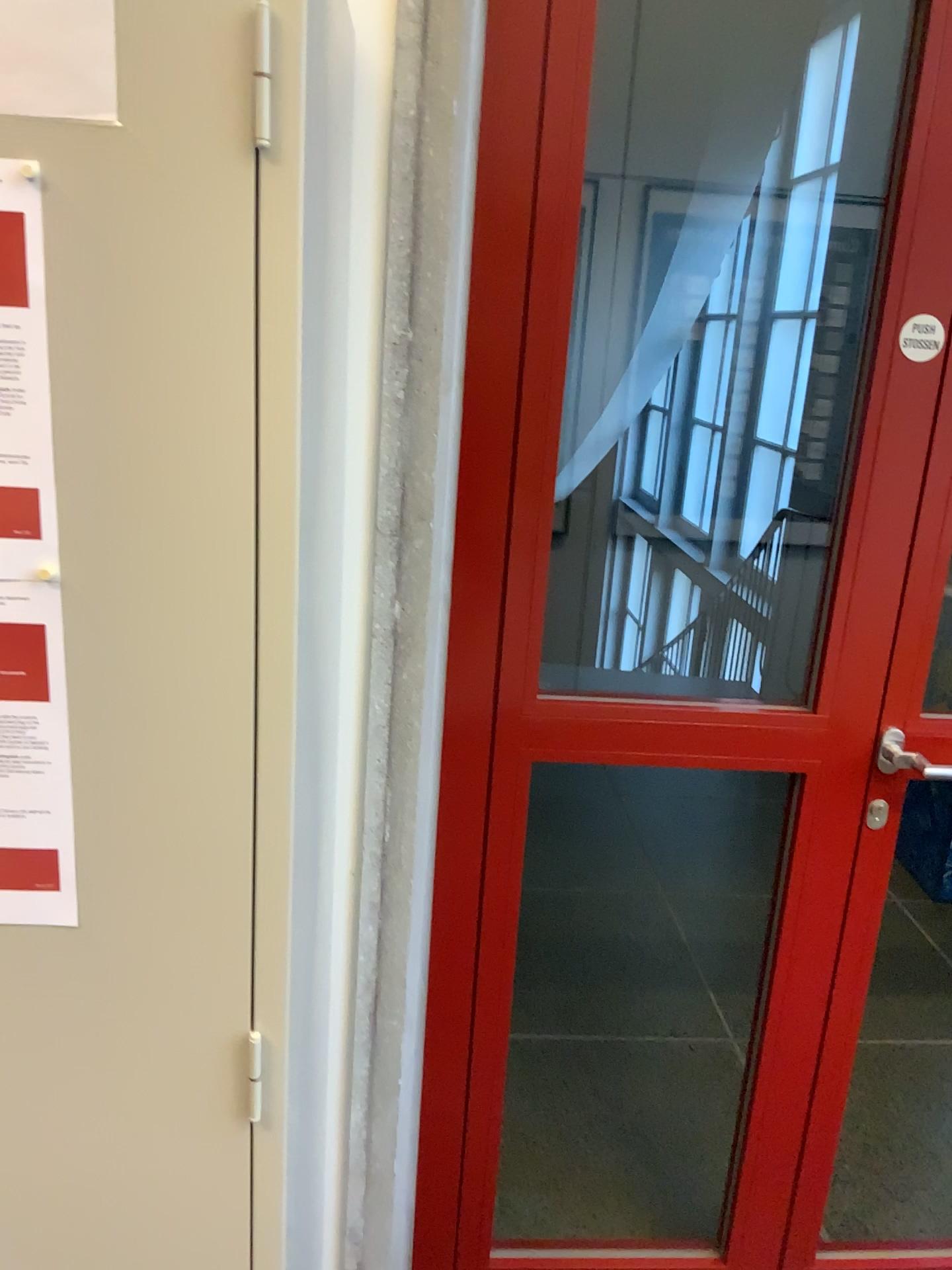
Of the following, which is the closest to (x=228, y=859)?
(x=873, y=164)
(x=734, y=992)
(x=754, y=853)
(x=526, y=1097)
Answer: (x=873, y=164)

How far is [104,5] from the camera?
0.7 meters

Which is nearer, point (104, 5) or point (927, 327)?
point (104, 5)

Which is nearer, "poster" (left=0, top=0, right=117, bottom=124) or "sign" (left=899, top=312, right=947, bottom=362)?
"poster" (left=0, top=0, right=117, bottom=124)

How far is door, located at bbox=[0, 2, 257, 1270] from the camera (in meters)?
0.73

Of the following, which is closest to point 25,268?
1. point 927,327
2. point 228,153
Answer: point 228,153

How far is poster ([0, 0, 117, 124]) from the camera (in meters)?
0.70

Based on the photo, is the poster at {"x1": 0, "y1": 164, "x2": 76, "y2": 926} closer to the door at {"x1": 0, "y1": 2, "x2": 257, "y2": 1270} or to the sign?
the door at {"x1": 0, "y1": 2, "x2": 257, "y2": 1270}

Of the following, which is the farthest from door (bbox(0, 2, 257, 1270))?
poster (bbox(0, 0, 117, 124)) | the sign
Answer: the sign

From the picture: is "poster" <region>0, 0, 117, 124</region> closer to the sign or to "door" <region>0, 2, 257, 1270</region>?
"door" <region>0, 2, 257, 1270</region>
